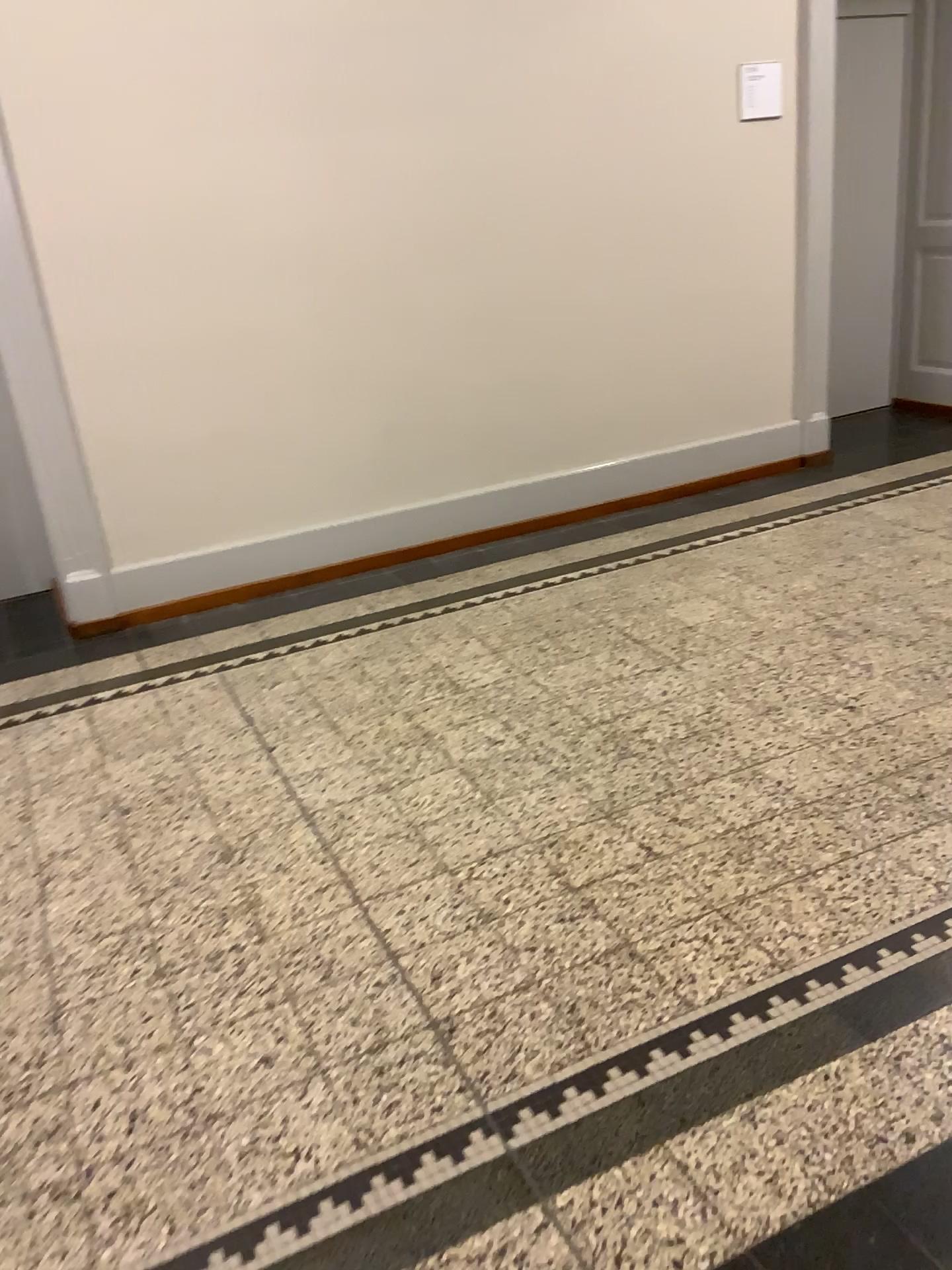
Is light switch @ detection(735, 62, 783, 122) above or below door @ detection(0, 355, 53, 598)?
above

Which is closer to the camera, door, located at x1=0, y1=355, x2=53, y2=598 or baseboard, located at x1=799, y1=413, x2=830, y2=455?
door, located at x1=0, y1=355, x2=53, y2=598

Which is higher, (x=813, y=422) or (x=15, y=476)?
(x=15, y=476)

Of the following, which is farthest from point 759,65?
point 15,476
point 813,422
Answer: point 15,476

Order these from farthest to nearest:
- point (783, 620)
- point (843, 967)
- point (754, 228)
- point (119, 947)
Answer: point (754, 228)
point (783, 620)
point (119, 947)
point (843, 967)

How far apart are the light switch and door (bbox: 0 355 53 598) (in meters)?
3.35

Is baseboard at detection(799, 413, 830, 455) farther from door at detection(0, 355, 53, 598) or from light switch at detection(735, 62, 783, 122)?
door at detection(0, 355, 53, 598)

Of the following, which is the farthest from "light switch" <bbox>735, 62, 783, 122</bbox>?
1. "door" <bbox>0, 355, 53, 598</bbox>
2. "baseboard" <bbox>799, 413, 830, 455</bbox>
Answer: "door" <bbox>0, 355, 53, 598</bbox>

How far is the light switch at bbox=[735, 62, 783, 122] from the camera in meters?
4.4

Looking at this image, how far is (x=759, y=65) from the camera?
4.4 meters
